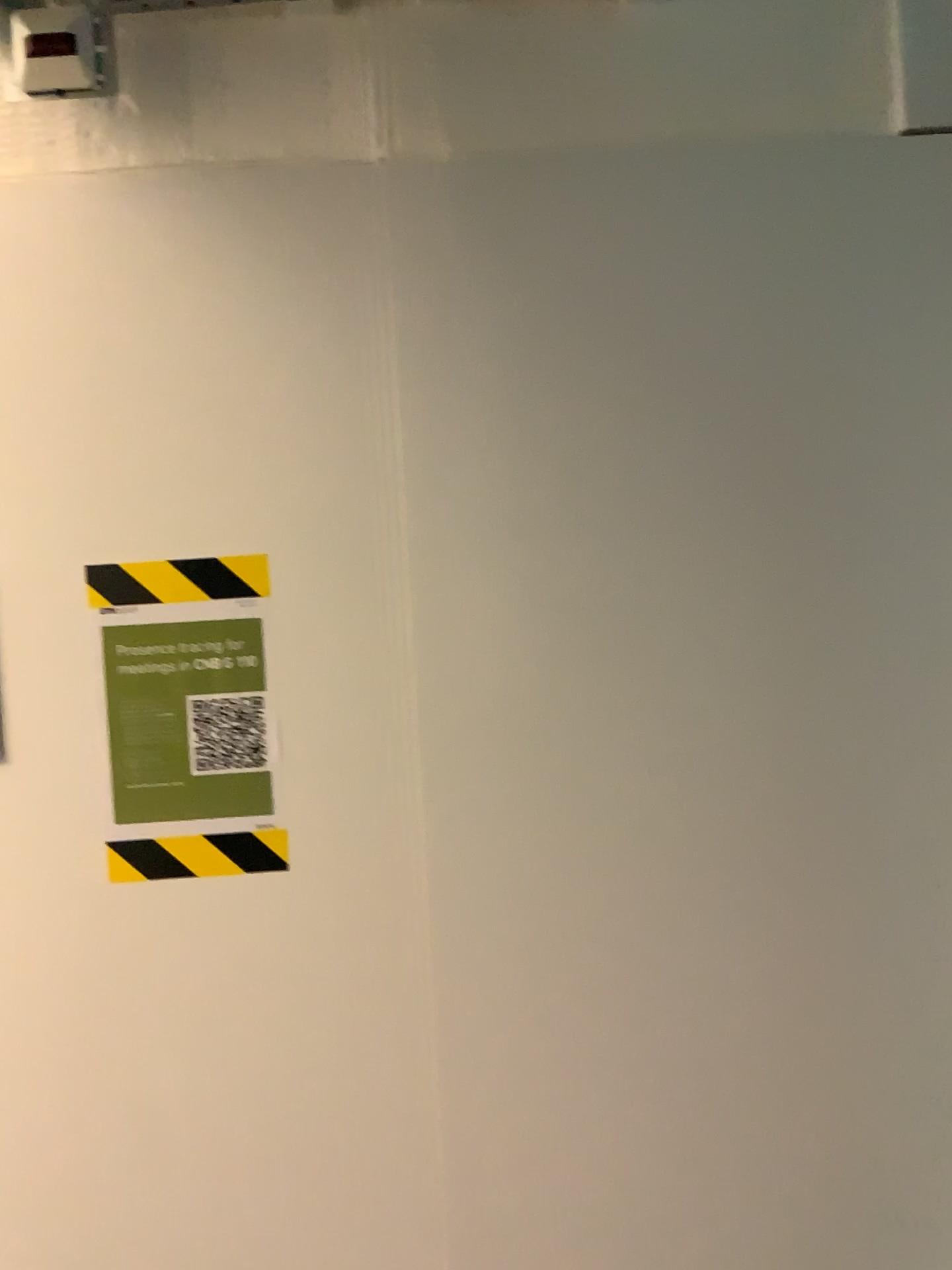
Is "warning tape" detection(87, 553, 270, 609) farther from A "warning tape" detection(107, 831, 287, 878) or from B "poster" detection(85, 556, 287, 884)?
A "warning tape" detection(107, 831, 287, 878)

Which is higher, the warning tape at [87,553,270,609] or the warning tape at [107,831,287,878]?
the warning tape at [87,553,270,609]

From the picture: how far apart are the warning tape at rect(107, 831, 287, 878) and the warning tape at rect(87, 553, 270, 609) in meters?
0.3 m

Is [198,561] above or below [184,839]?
above

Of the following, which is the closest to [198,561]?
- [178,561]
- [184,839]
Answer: [178,561]

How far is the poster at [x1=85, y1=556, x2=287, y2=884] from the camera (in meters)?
1.22

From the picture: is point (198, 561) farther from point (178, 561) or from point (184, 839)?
point (184, 839)

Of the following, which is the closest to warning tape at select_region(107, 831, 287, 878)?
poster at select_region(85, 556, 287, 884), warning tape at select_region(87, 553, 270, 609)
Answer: poster at select_region(85, 556, 287, 884)

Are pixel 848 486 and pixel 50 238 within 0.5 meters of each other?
no
